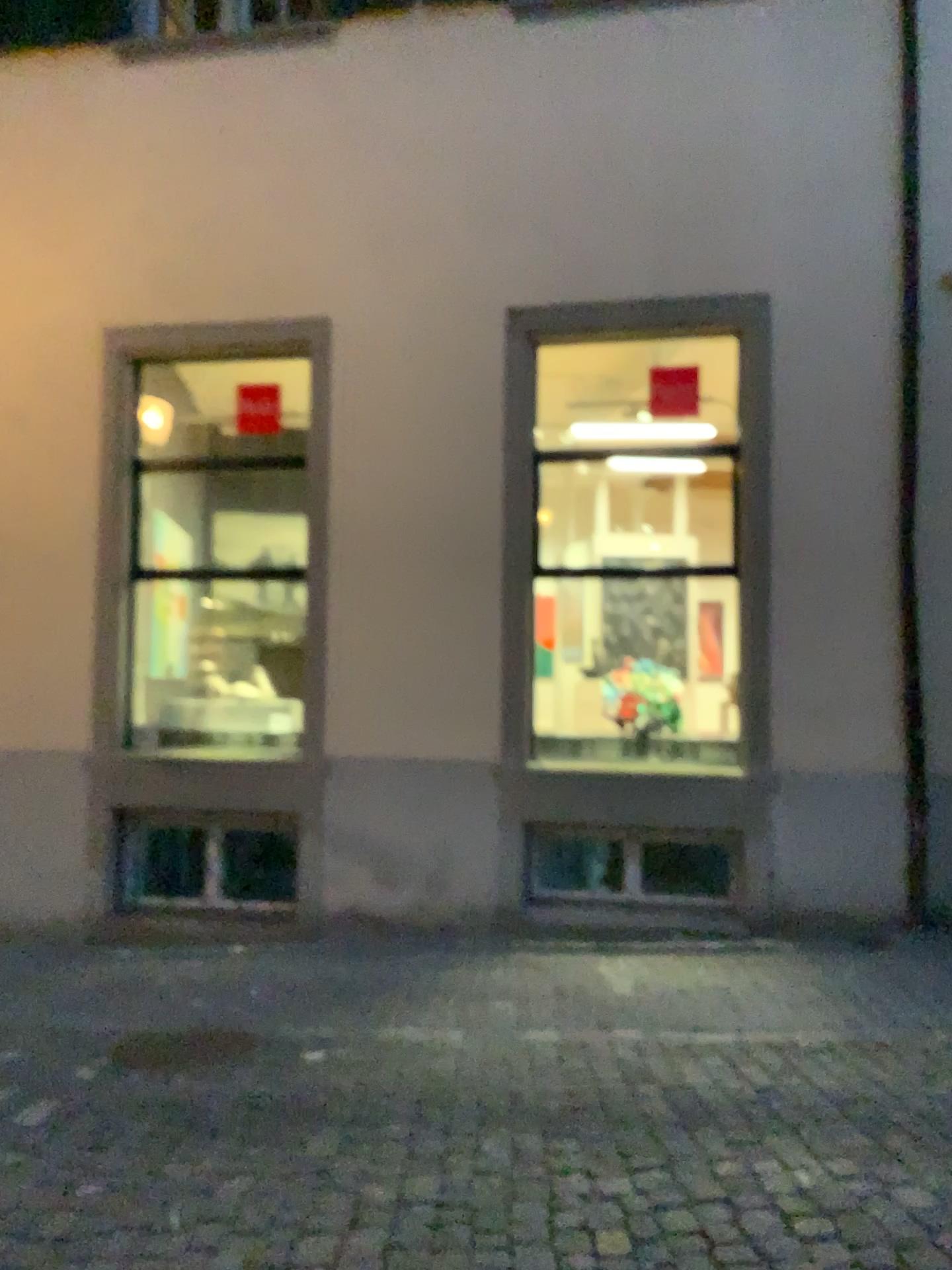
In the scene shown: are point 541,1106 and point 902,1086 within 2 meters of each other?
yes

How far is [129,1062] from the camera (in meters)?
4.69

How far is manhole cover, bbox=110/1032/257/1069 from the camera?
4.7 meters
